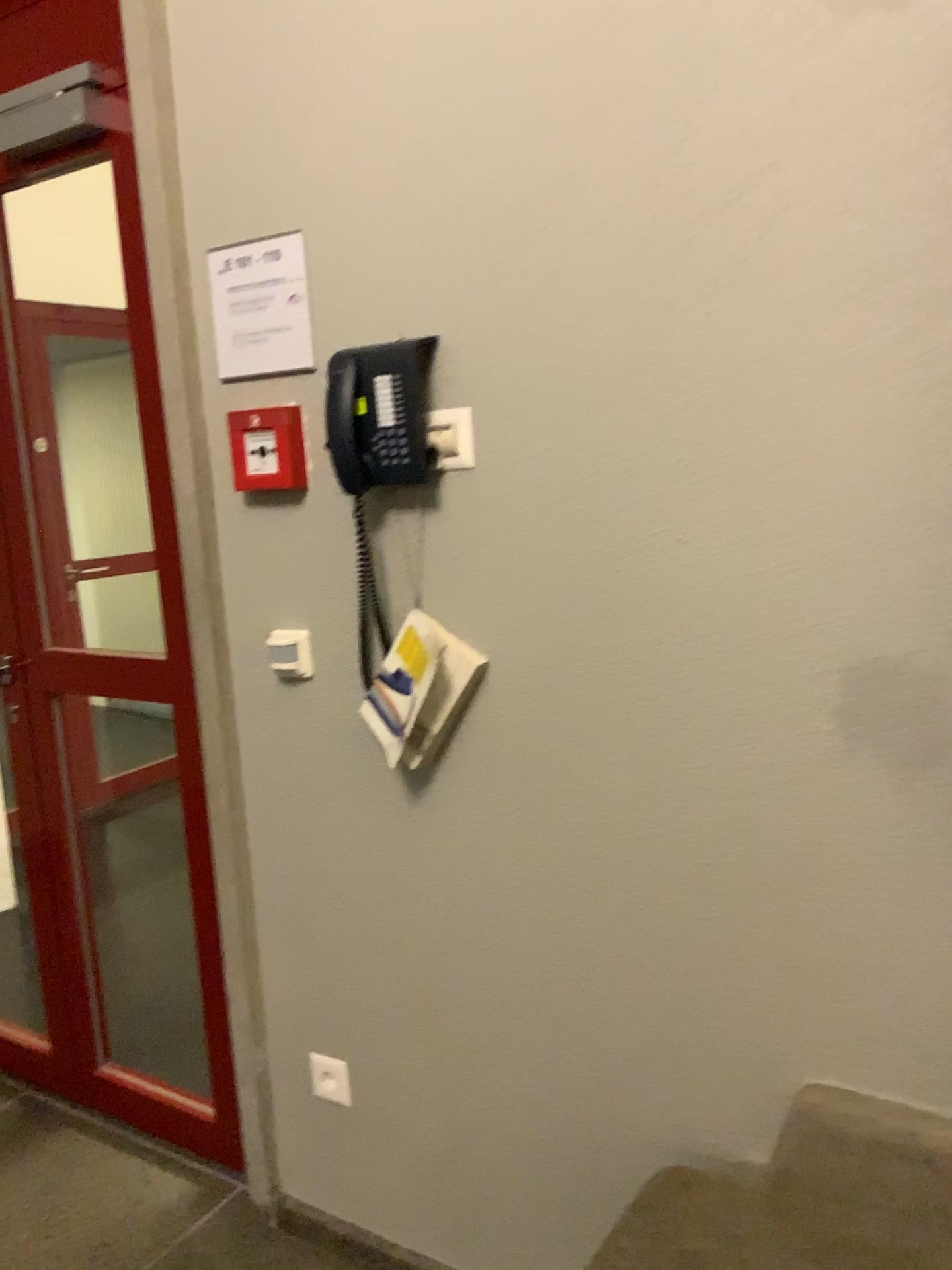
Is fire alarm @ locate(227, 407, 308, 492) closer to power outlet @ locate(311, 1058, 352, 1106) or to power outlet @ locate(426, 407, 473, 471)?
power outlet @ locate(426, 407, 473, 471)

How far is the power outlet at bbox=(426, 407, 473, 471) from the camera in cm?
155

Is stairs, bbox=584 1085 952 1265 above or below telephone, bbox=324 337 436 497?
below

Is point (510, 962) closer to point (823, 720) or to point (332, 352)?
point (823, 720)

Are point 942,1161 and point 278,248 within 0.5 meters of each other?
no

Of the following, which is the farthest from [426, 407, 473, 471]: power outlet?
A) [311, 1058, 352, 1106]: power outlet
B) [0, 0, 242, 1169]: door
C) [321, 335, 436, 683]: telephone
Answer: [311, 1058, 352, 1106]: power outlet

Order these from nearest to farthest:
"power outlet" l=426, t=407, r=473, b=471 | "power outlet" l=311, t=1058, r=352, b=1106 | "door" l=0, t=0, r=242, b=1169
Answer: "power outlet" l=426, t=407, r=473, b=471, "power outlet" l=311, t=1058, r=352, b=1106, "door" l=0, t=0, r=242, b=1169

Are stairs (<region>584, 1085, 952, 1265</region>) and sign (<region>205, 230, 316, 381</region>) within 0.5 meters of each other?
no

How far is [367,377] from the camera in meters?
1.5

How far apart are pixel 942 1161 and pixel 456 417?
1.2m
